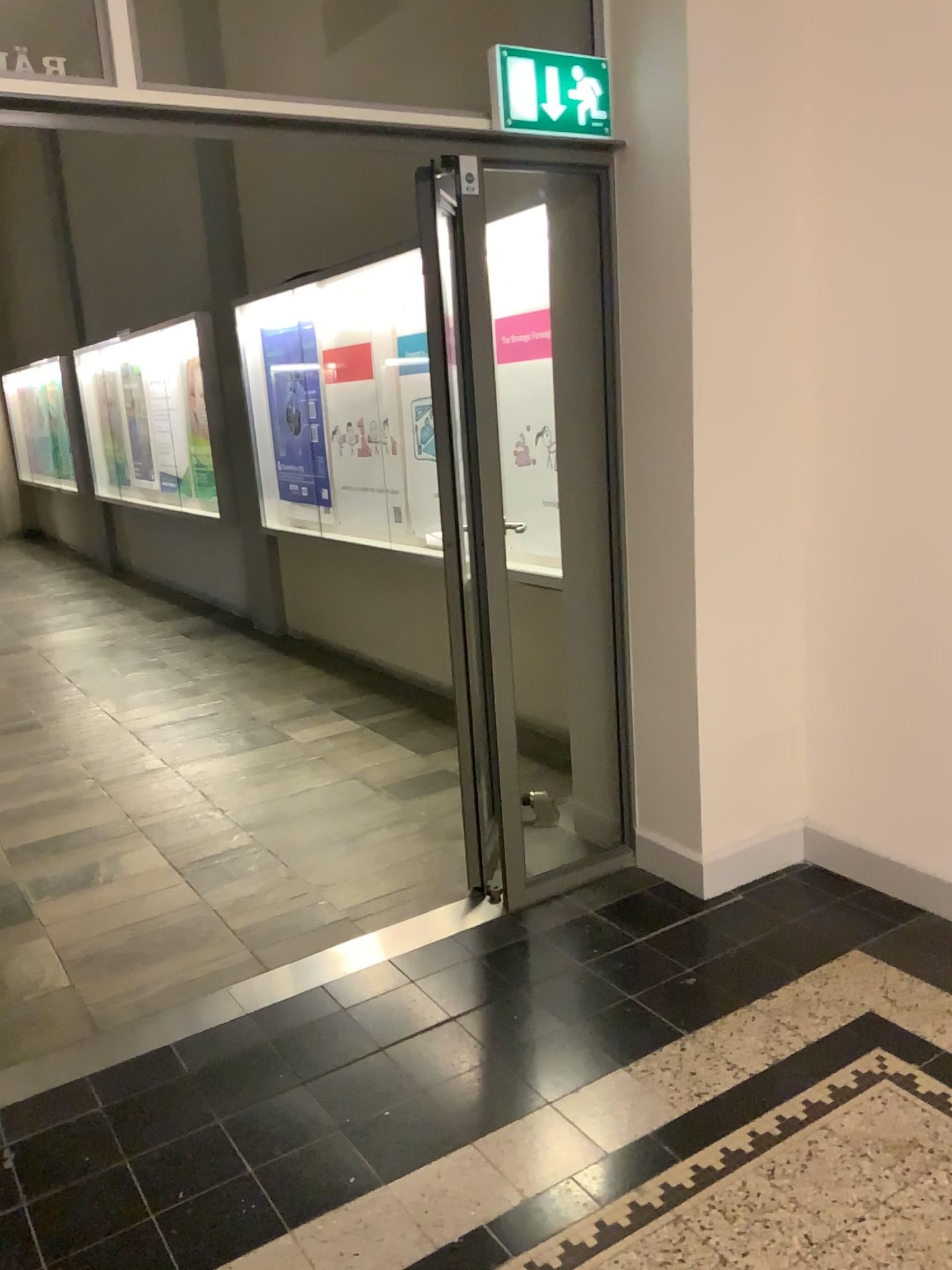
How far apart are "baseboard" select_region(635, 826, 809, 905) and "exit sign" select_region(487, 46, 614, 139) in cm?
209

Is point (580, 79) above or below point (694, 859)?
above

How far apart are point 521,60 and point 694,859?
2.3m

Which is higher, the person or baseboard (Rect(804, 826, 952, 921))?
the person

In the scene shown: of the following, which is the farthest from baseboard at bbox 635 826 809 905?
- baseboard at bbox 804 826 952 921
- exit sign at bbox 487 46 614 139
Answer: exit sign at bbox 487 46 614 139

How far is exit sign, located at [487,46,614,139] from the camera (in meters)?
2.71

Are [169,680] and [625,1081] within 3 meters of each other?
no

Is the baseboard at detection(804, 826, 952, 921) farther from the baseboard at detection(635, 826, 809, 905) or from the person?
the person

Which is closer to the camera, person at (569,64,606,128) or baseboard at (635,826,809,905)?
person at (569,64,606,128)

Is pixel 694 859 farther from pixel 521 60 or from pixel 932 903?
pixel 521 60
